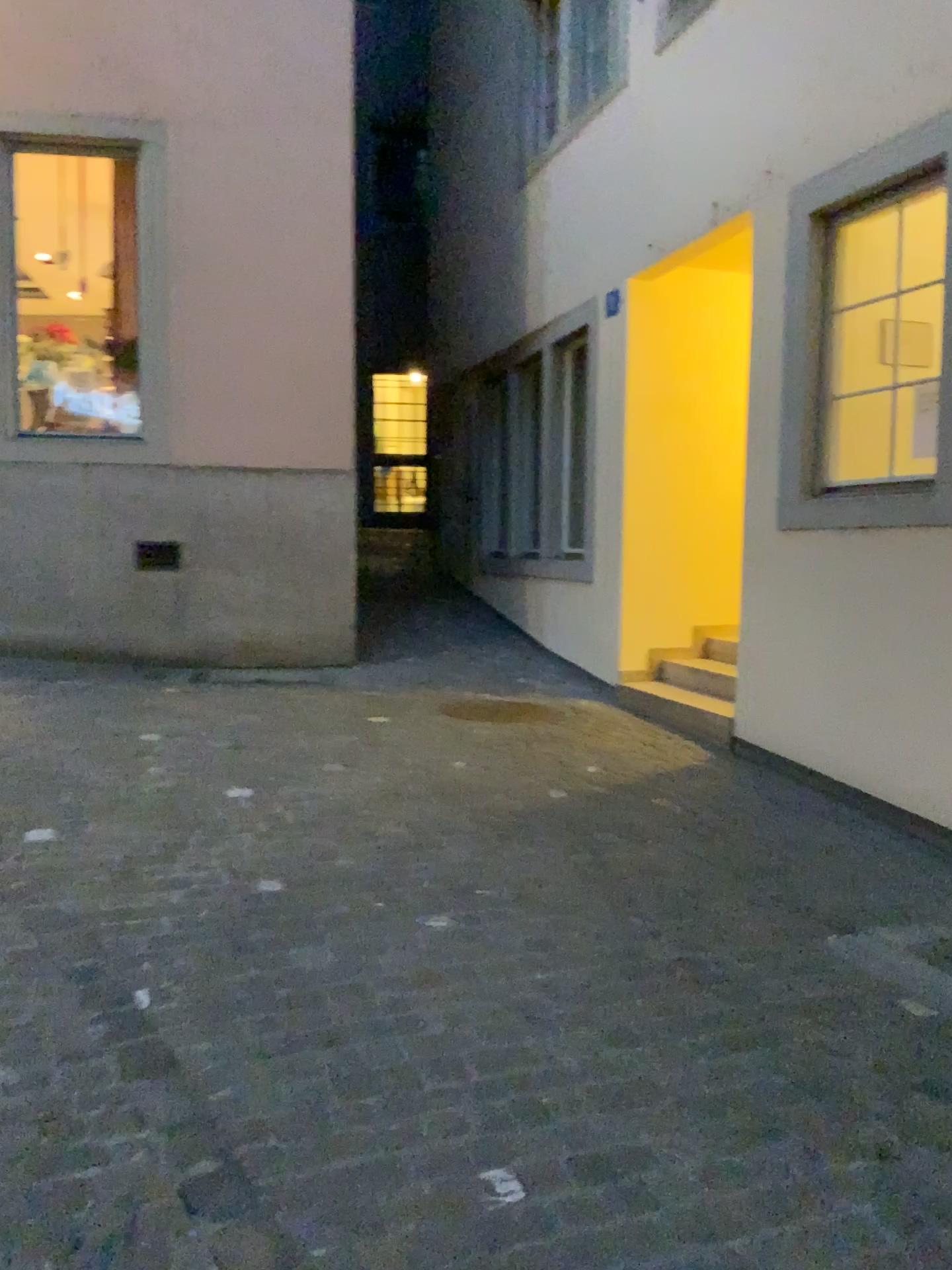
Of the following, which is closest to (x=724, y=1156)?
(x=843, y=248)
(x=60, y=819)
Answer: (x=60, y=819)
